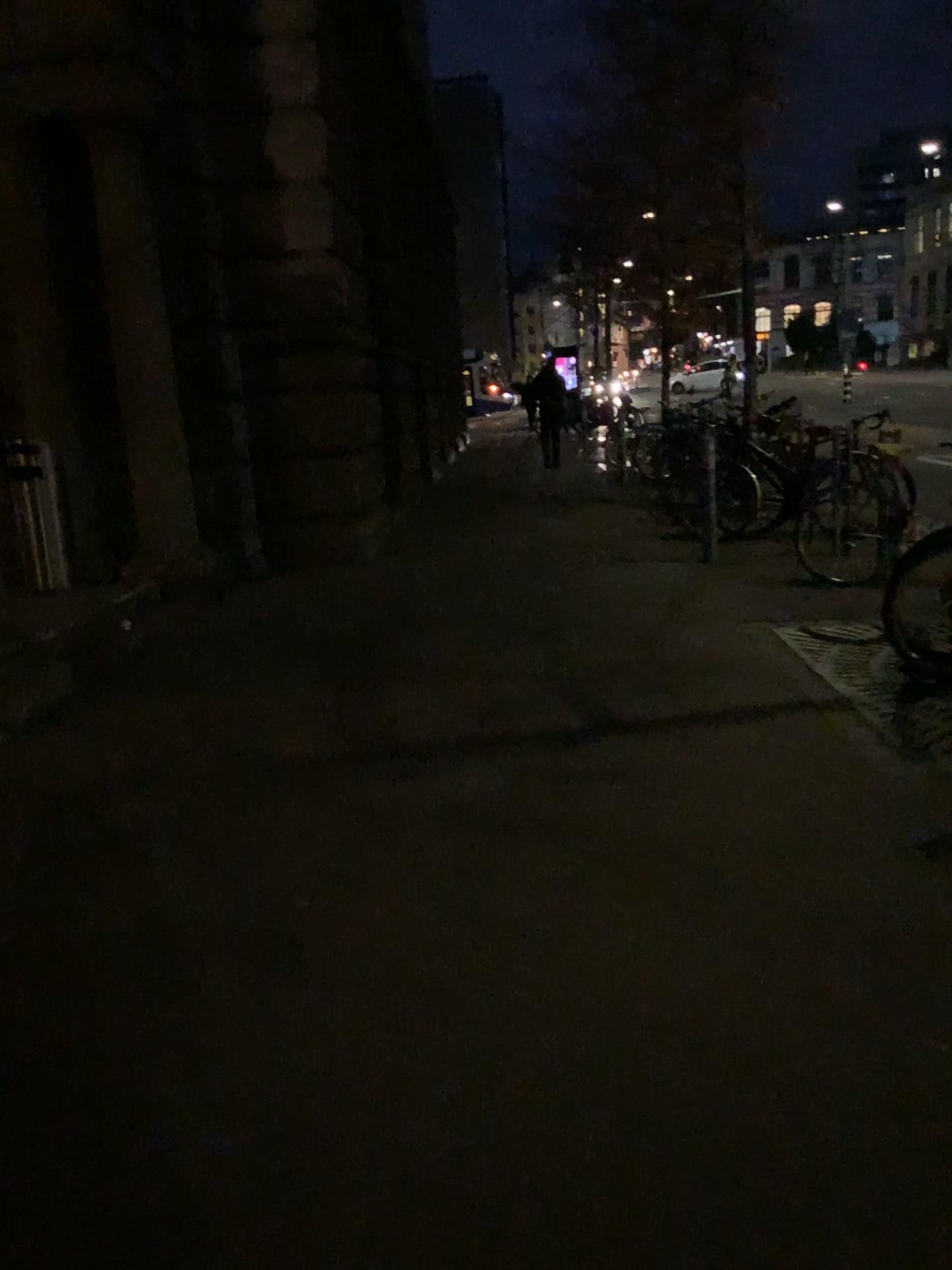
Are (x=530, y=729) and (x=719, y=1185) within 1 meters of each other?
no
